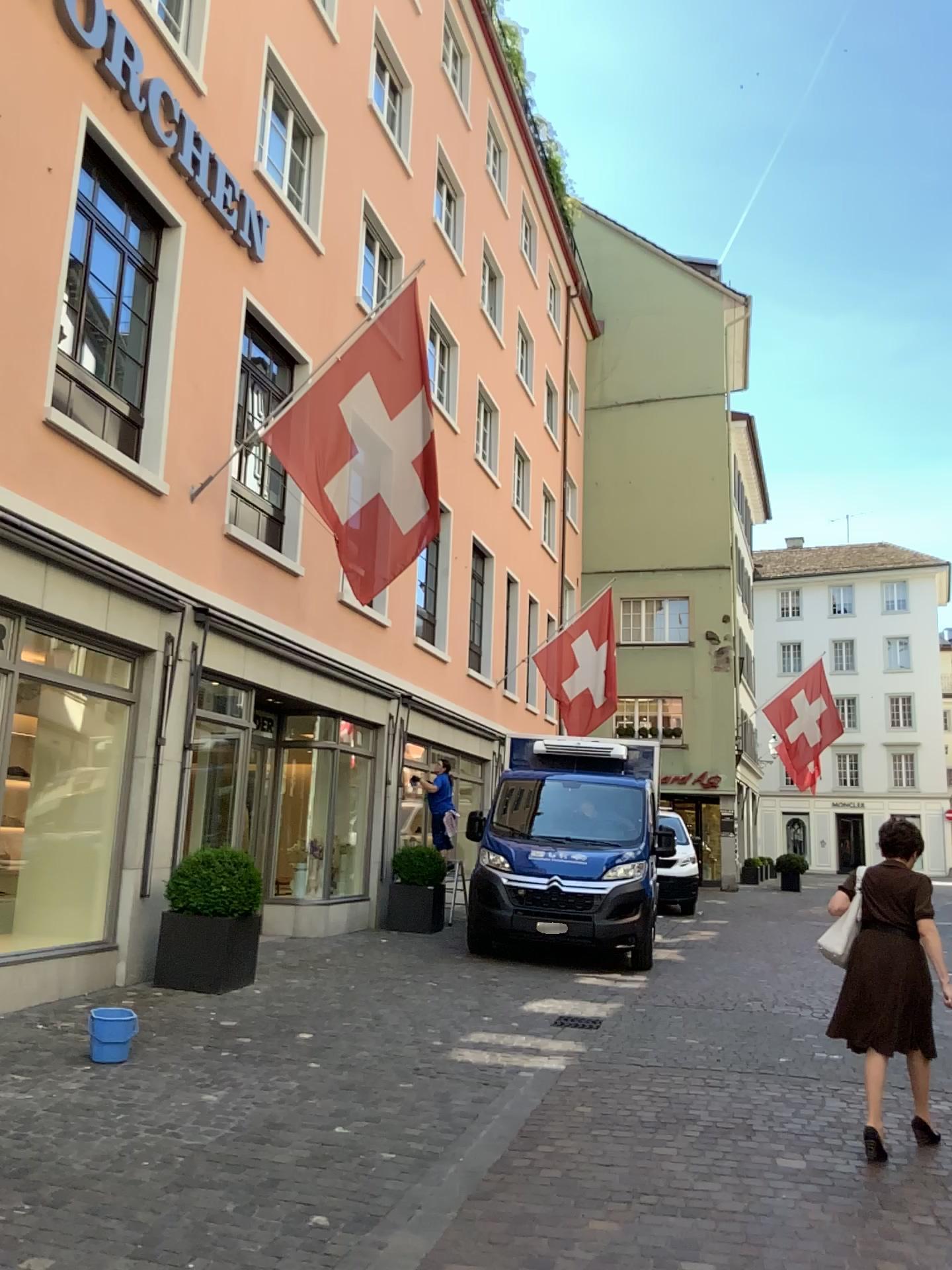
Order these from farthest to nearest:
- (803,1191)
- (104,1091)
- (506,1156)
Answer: (104,1091), (506,1156), (803,1191)
